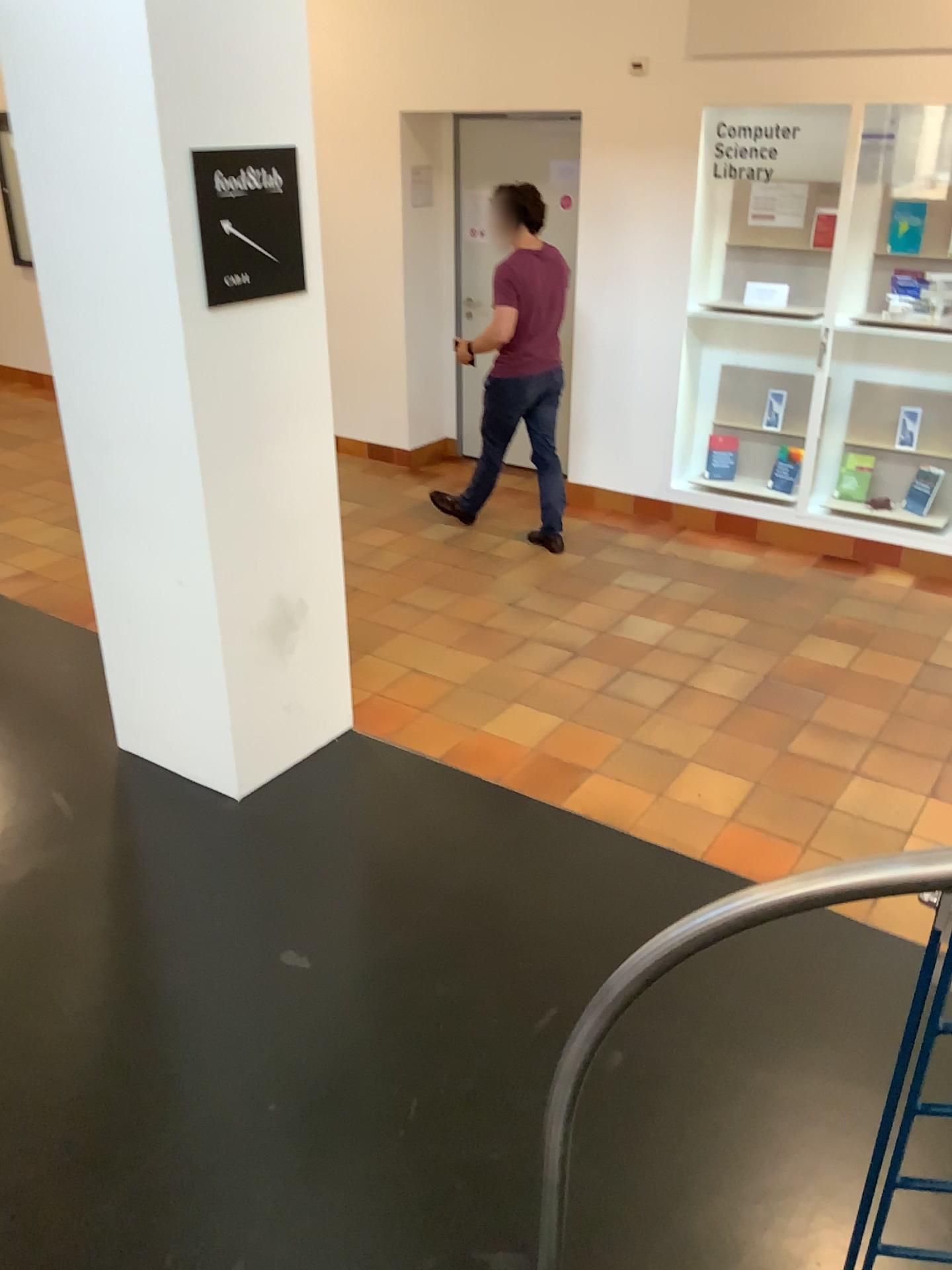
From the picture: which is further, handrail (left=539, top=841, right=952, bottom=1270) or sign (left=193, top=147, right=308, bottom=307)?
sign (left=193, top=147, right=308, bottom=307)

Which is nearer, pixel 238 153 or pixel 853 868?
pixel 853 868

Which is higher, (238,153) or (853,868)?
(238,153)

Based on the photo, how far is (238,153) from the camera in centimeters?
287cm

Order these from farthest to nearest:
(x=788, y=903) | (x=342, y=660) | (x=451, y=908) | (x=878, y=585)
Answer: (x=878, y=585) → (x=342, y=660) → (x=451, y=908) → (x=788, y=903)

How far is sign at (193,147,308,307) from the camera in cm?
→ 287
